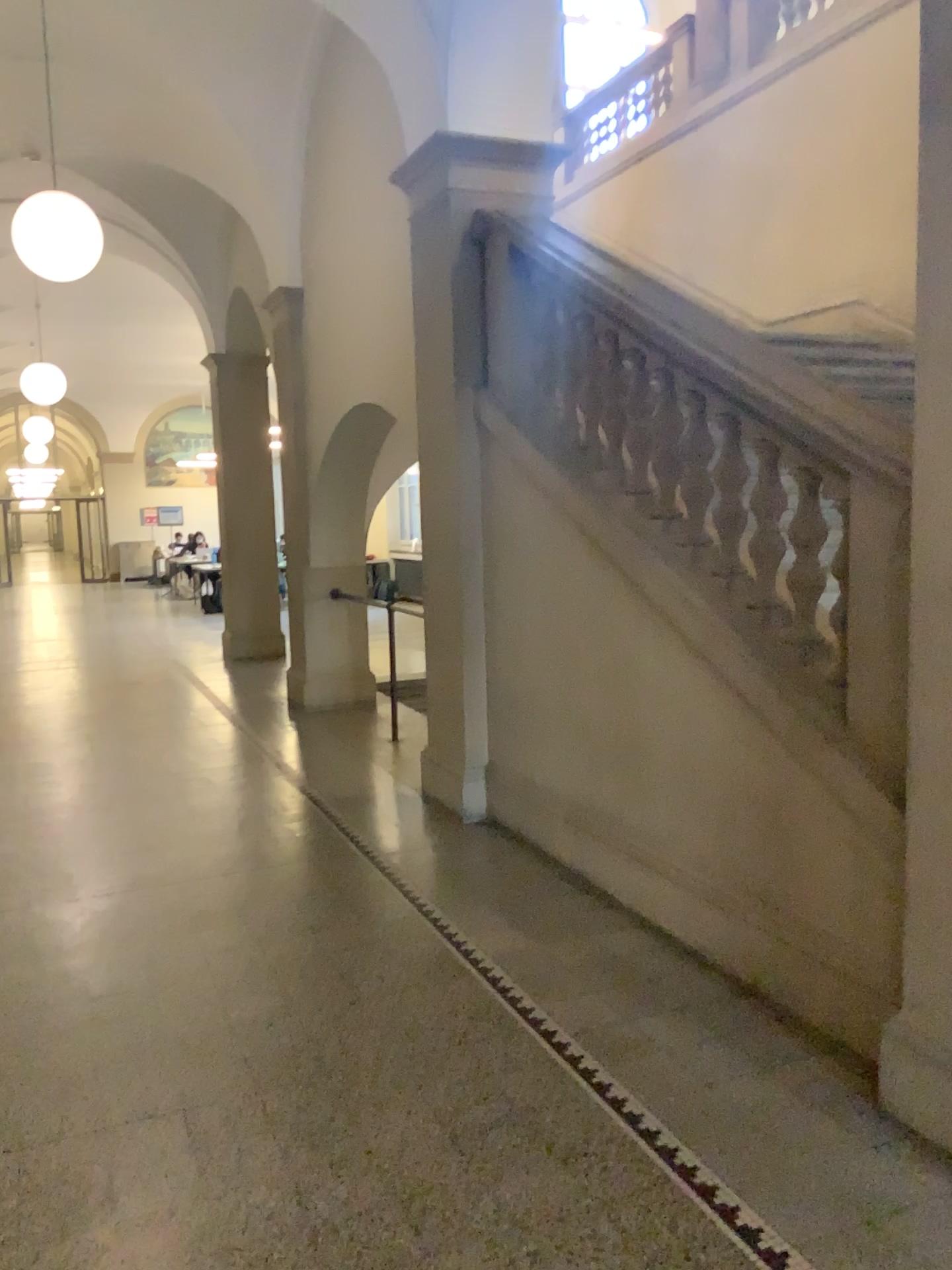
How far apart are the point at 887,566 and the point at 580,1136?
1.6 meters
